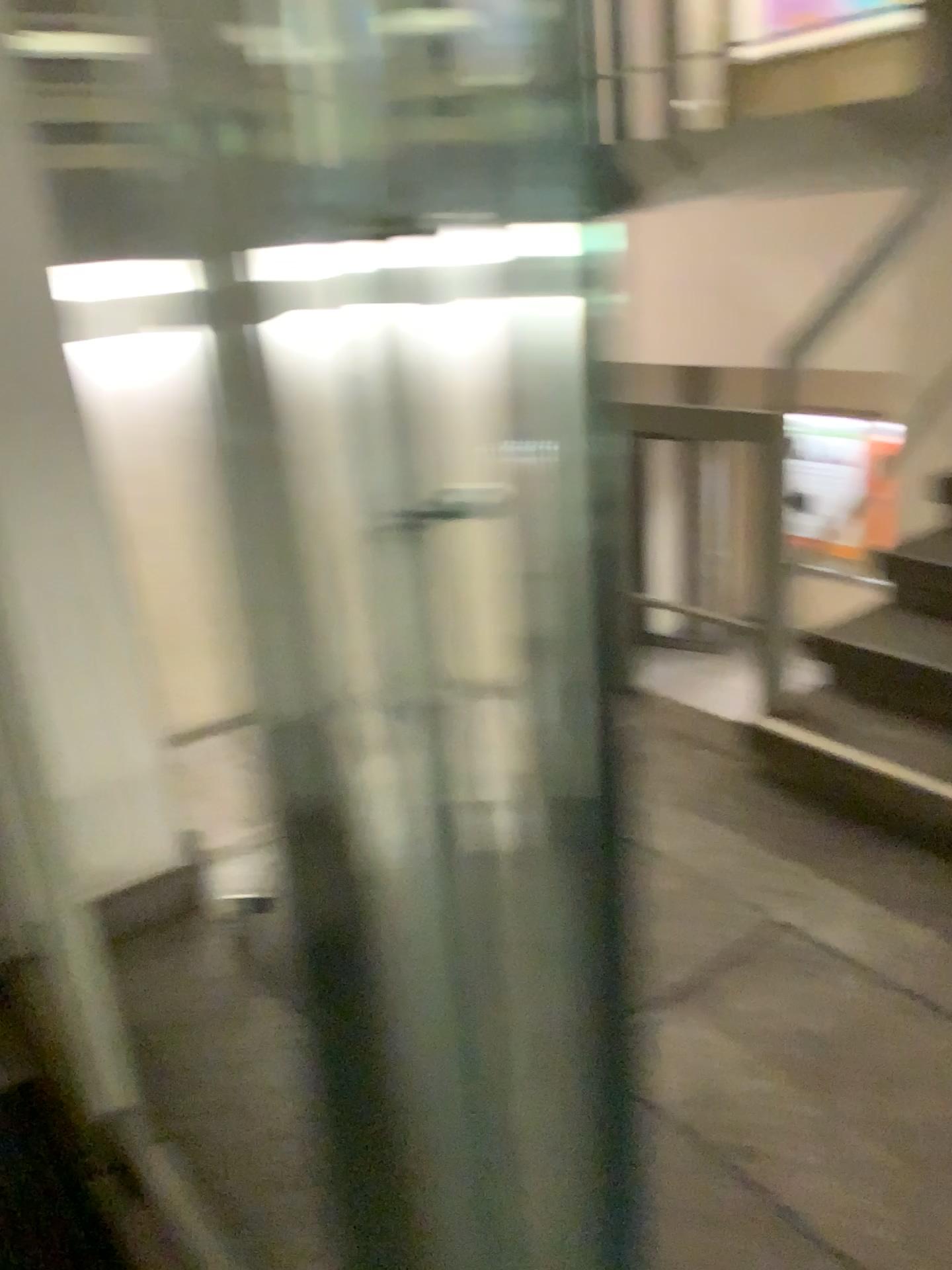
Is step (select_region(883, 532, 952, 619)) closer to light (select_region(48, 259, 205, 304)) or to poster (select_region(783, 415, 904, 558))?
poster (select_region(783, 415, 904, 558))

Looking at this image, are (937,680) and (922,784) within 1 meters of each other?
yes

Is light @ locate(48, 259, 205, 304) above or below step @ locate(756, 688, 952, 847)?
above

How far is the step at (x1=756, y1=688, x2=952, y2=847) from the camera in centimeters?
246cm

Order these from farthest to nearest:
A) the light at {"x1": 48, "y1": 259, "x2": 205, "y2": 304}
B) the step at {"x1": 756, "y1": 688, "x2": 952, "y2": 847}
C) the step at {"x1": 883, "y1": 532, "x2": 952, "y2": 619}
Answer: the step at {"x1": 883, "y1": 532, "x2": 952, "y2": 619}, the step at {"x1": 756, "y1": 688, "x2": 952, "y2": 847}, the light at {"x1": 48, "y1": 259, "x2": 205, "y2": 304}

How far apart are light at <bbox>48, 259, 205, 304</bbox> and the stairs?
1.8 meters

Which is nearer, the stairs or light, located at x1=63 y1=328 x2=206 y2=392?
light, located at x1=63 y1=328 x2=206 y2=392

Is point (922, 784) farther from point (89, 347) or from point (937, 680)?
point (89, 347)

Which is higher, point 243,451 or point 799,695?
point 243,451

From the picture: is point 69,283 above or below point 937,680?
above
